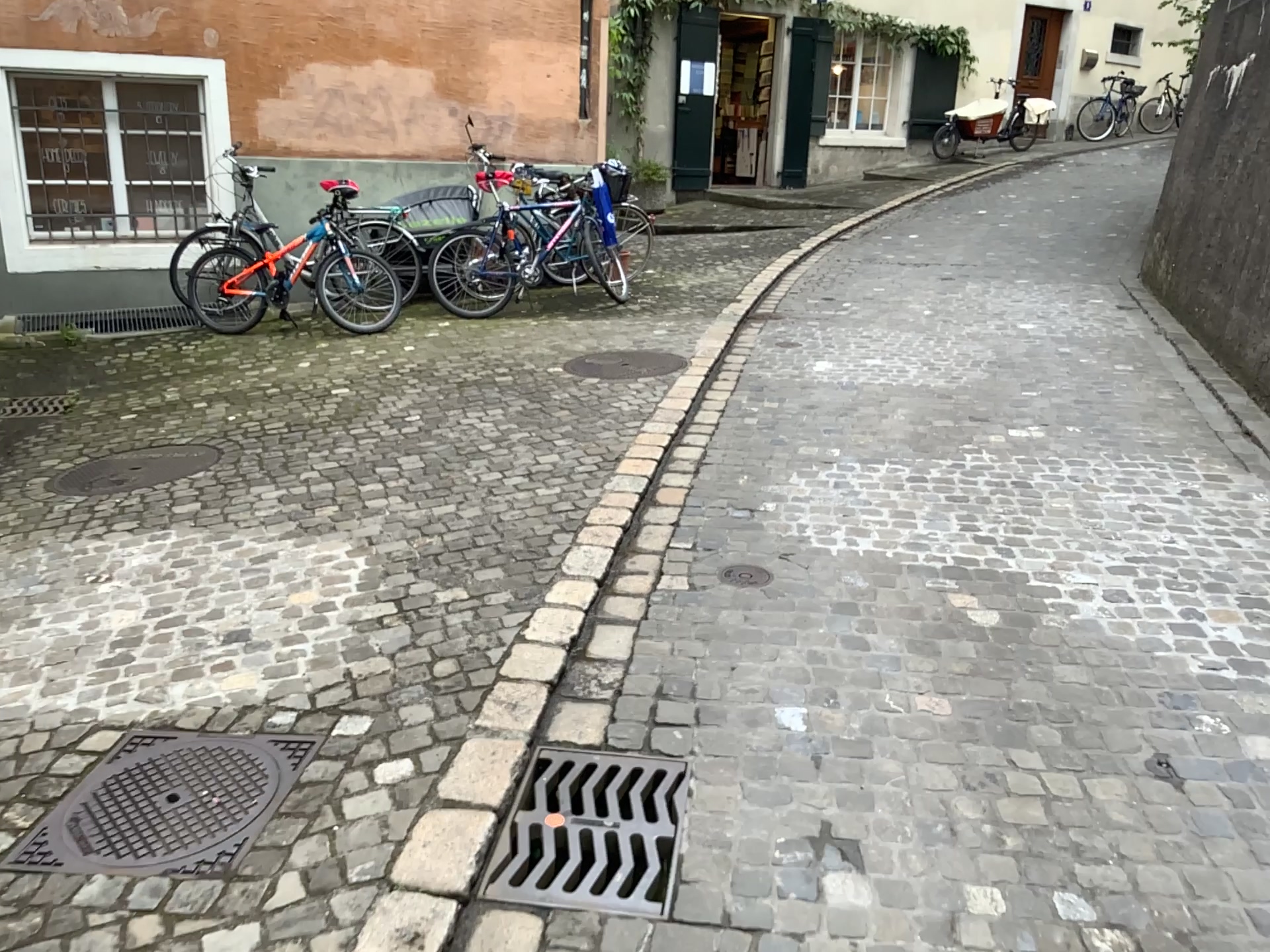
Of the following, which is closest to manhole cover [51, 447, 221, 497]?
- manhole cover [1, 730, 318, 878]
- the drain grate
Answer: manhole cover [1, 730, 318, 878]

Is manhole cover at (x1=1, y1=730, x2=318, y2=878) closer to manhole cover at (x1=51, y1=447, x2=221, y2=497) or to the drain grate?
the drain grate

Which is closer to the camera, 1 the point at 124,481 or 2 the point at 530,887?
2 the point at 530,887

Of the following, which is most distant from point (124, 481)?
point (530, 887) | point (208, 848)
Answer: point (530, 887)

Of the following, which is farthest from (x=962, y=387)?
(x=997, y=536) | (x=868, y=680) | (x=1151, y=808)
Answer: (x=1151, y=808)

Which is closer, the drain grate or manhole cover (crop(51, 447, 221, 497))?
the drain grate

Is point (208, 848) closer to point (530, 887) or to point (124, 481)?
point (530, 887)

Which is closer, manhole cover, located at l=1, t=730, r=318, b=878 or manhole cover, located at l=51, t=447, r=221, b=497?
manhole cover, located at l=1, t=730, r=318, b=878
